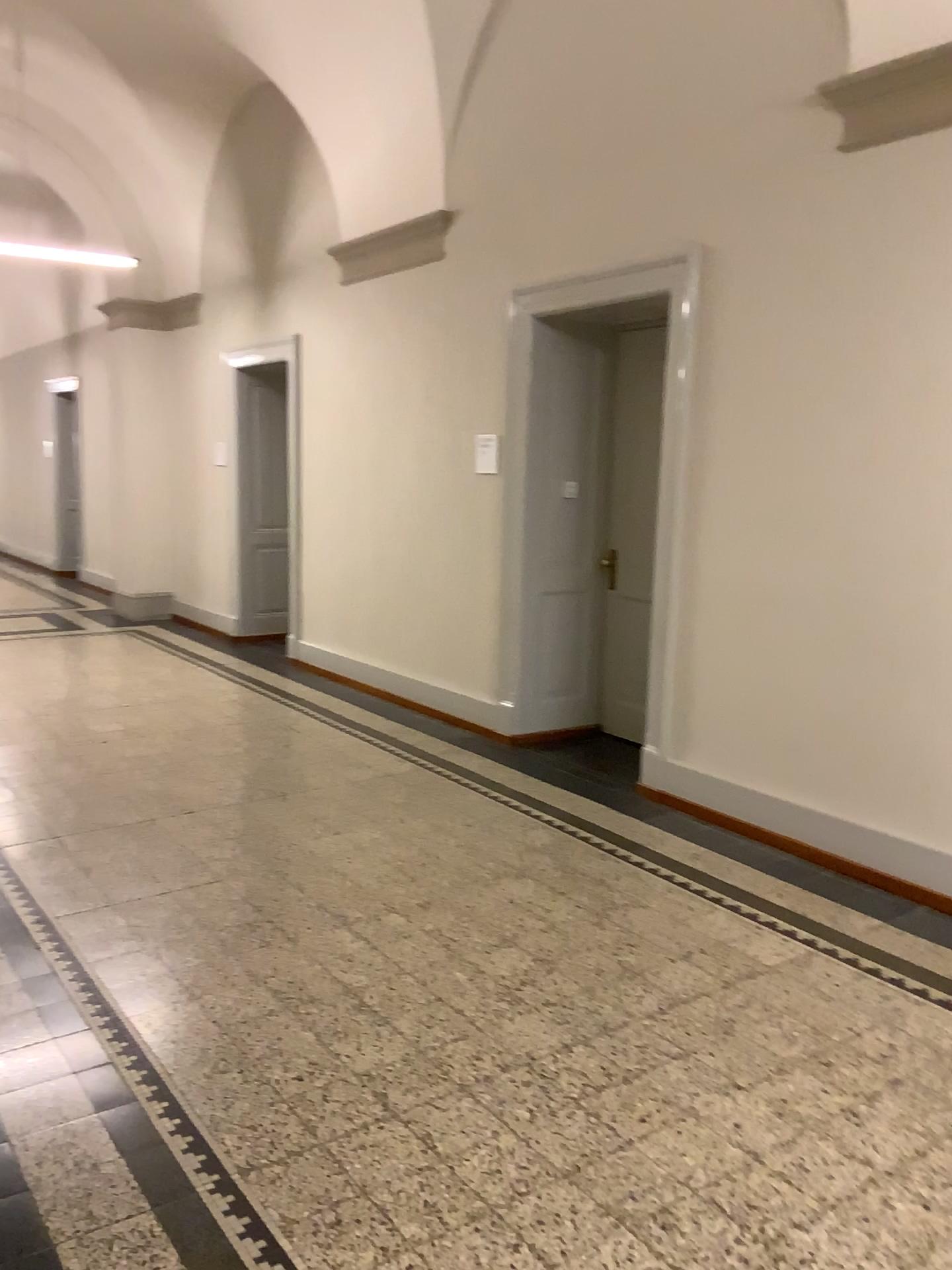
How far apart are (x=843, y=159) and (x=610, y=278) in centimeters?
121cm
